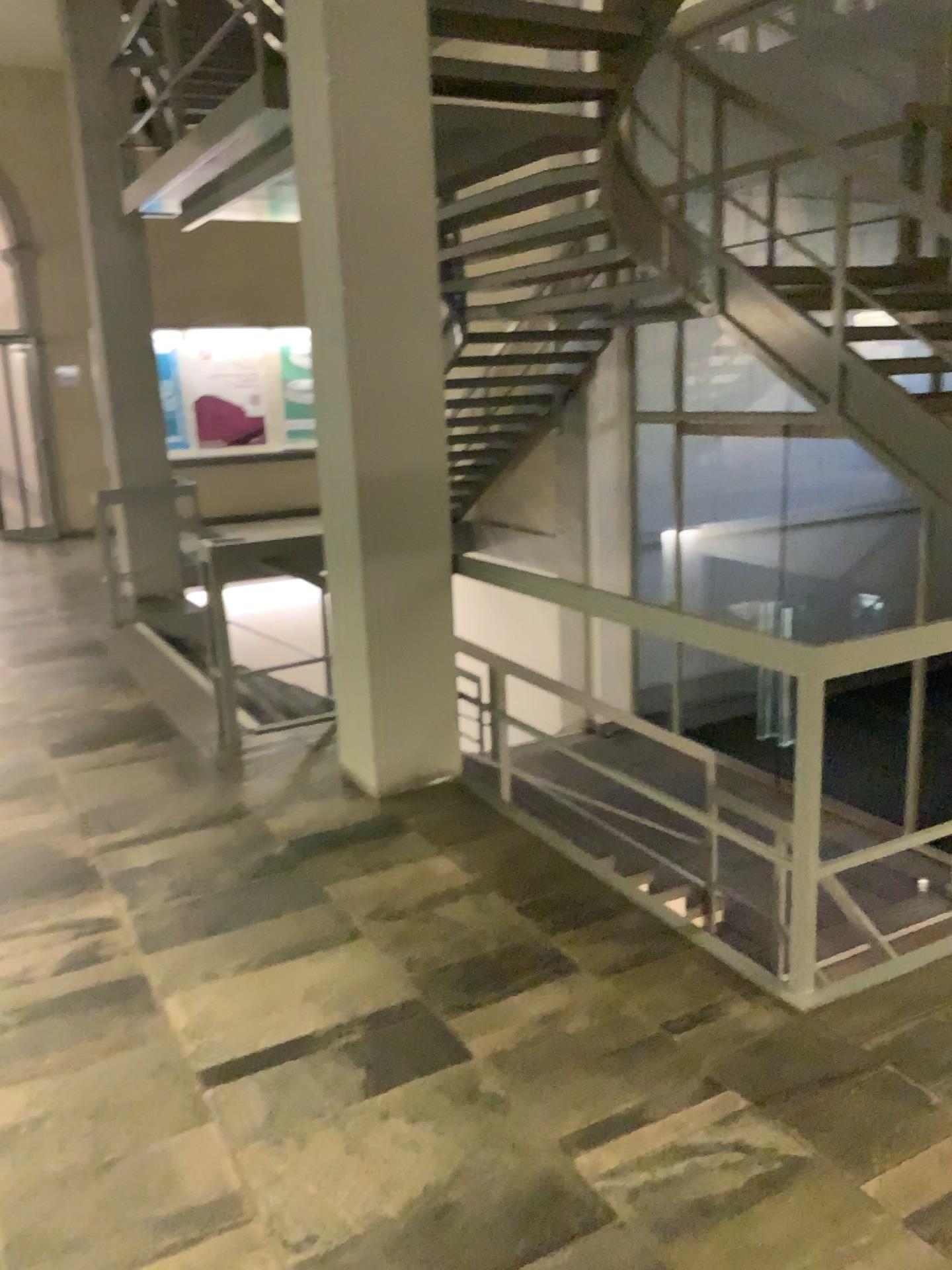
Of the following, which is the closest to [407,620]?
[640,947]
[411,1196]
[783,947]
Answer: [640,947]
